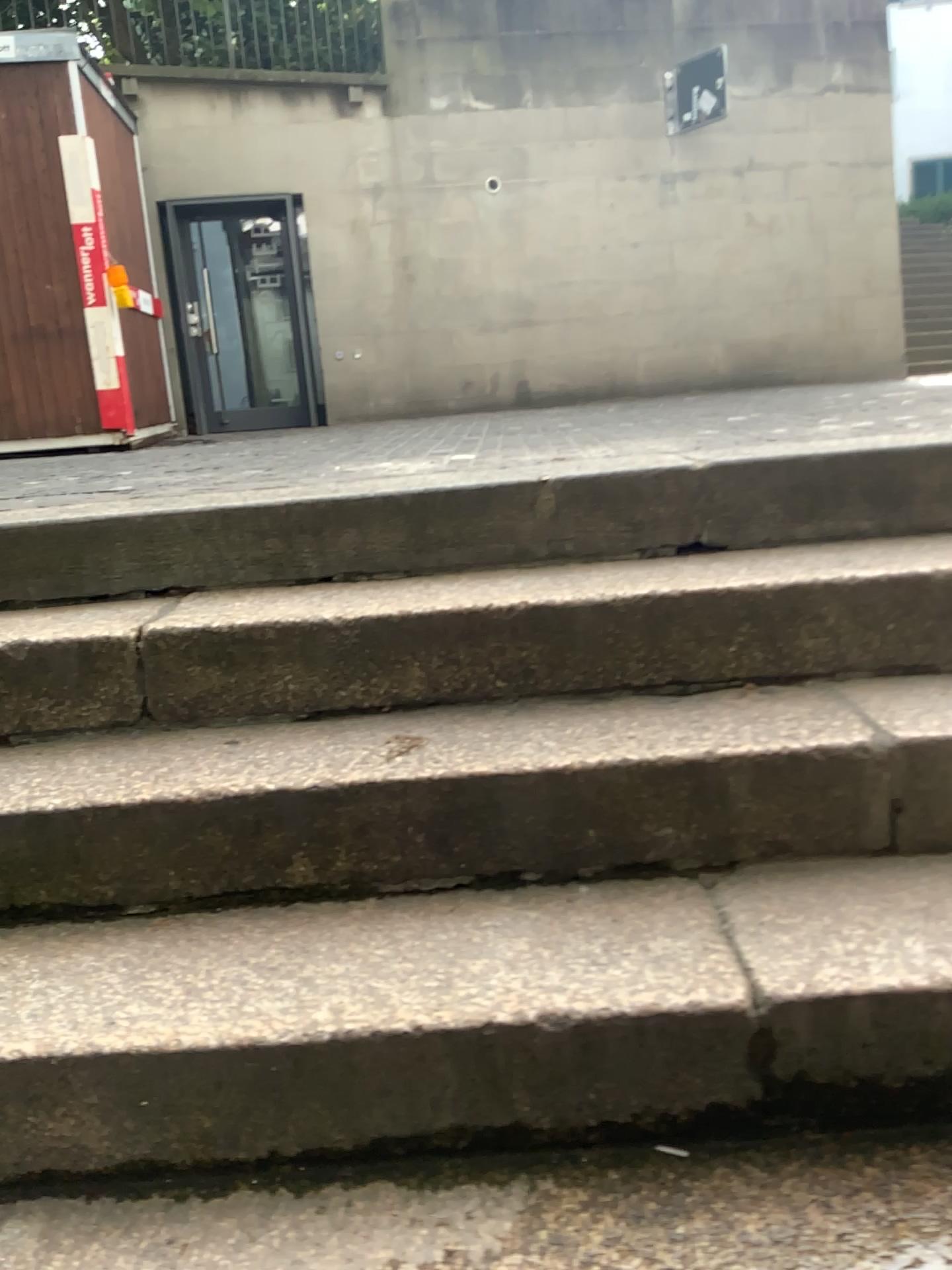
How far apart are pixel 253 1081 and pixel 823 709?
0.9 meters
